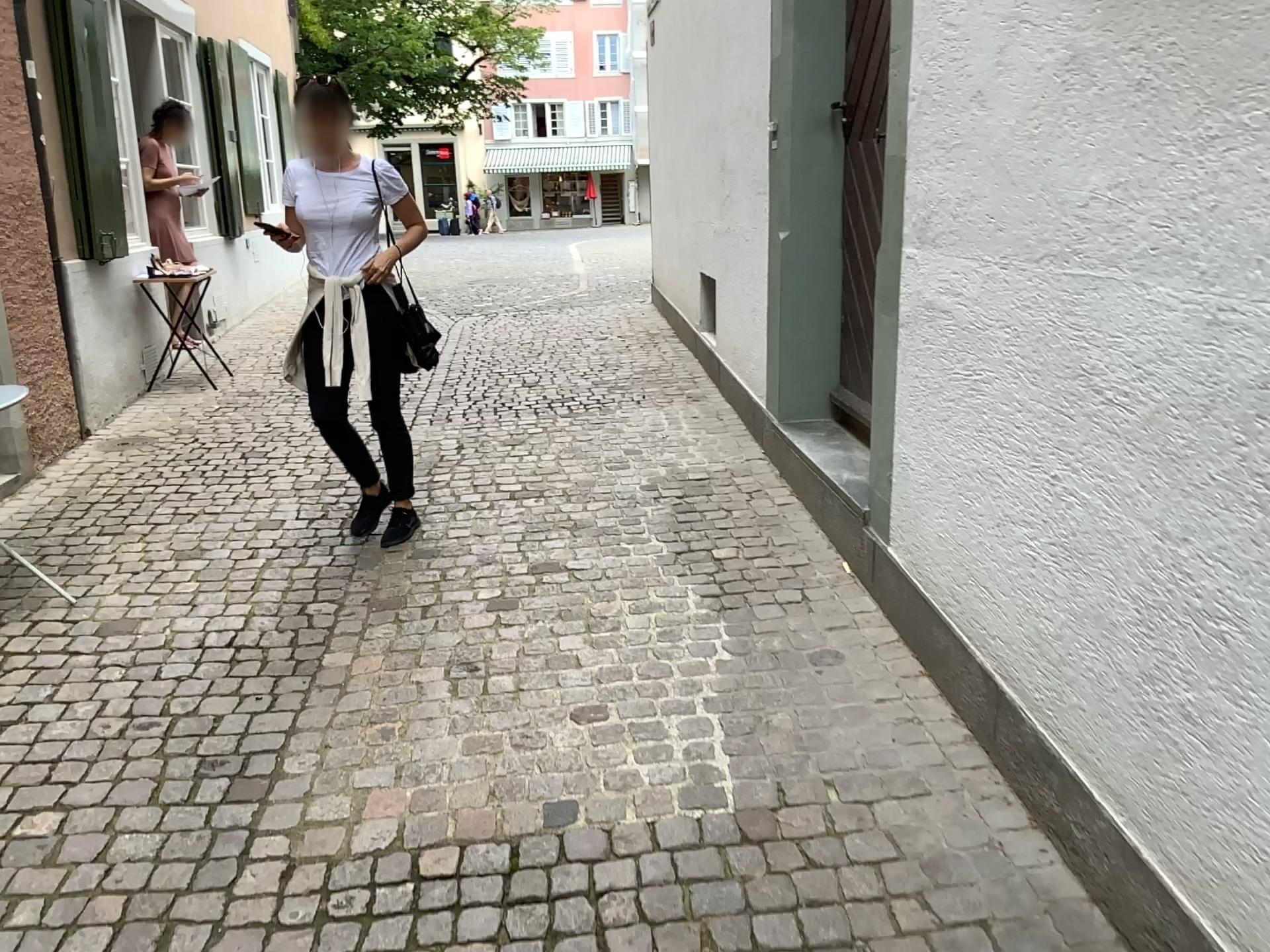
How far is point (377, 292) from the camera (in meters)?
3.76

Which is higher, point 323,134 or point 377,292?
point 323,134

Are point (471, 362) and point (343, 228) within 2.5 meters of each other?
no

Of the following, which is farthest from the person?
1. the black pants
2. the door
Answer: the door

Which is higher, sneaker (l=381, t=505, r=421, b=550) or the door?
the door

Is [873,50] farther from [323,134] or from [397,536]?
[397,536]

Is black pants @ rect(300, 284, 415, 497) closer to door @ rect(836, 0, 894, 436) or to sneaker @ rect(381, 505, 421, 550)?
sneaker @ rect(381, 505, 421, 550)

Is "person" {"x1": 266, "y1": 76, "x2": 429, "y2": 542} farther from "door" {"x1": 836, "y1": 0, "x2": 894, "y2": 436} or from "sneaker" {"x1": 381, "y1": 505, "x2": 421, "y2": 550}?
"door" {"x1": 836, "y1": 0, "x2": 894, "y2": 436}

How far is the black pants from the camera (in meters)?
3.76
